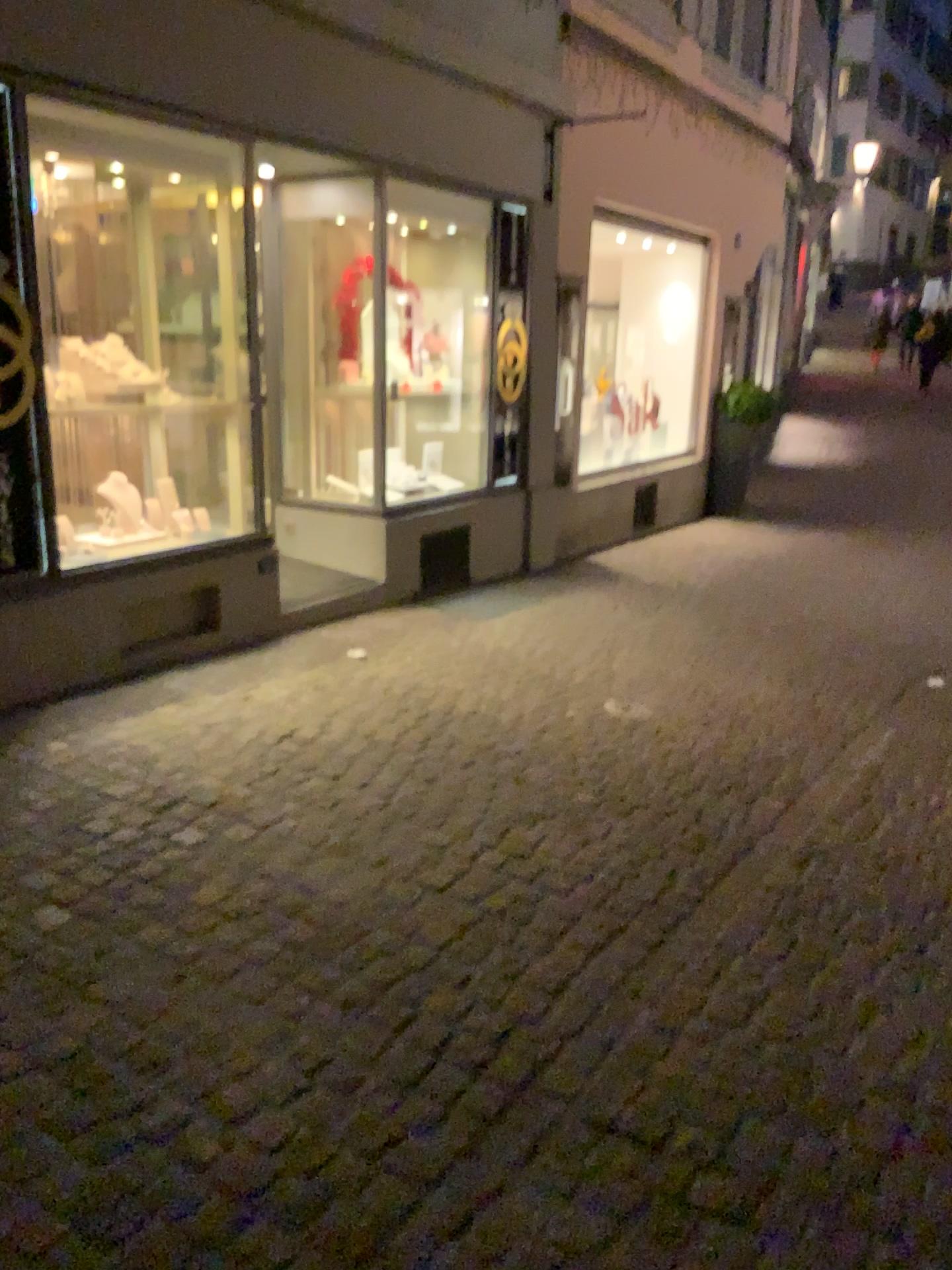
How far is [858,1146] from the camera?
2.0 meters
